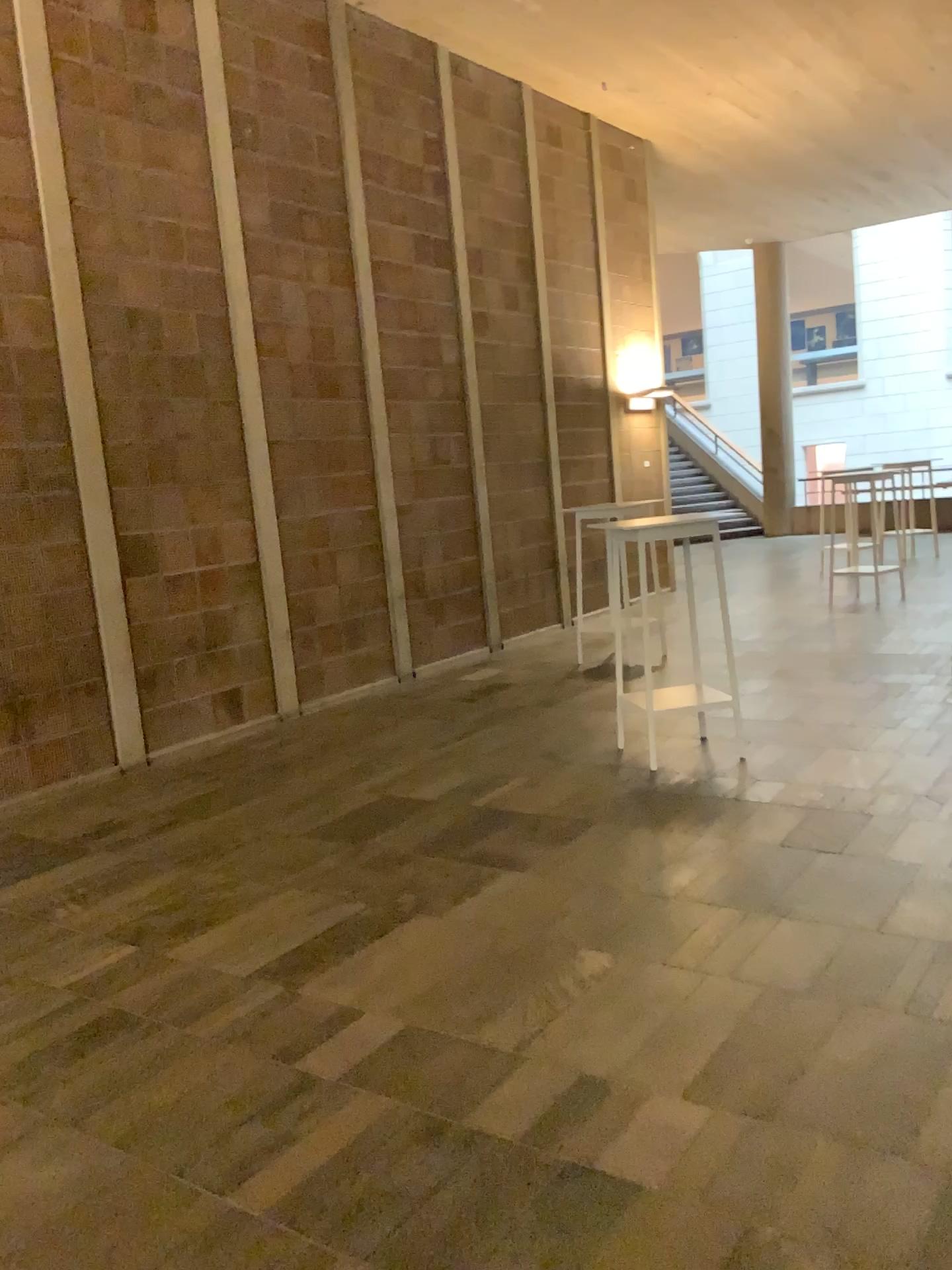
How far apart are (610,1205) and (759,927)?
1.3m
